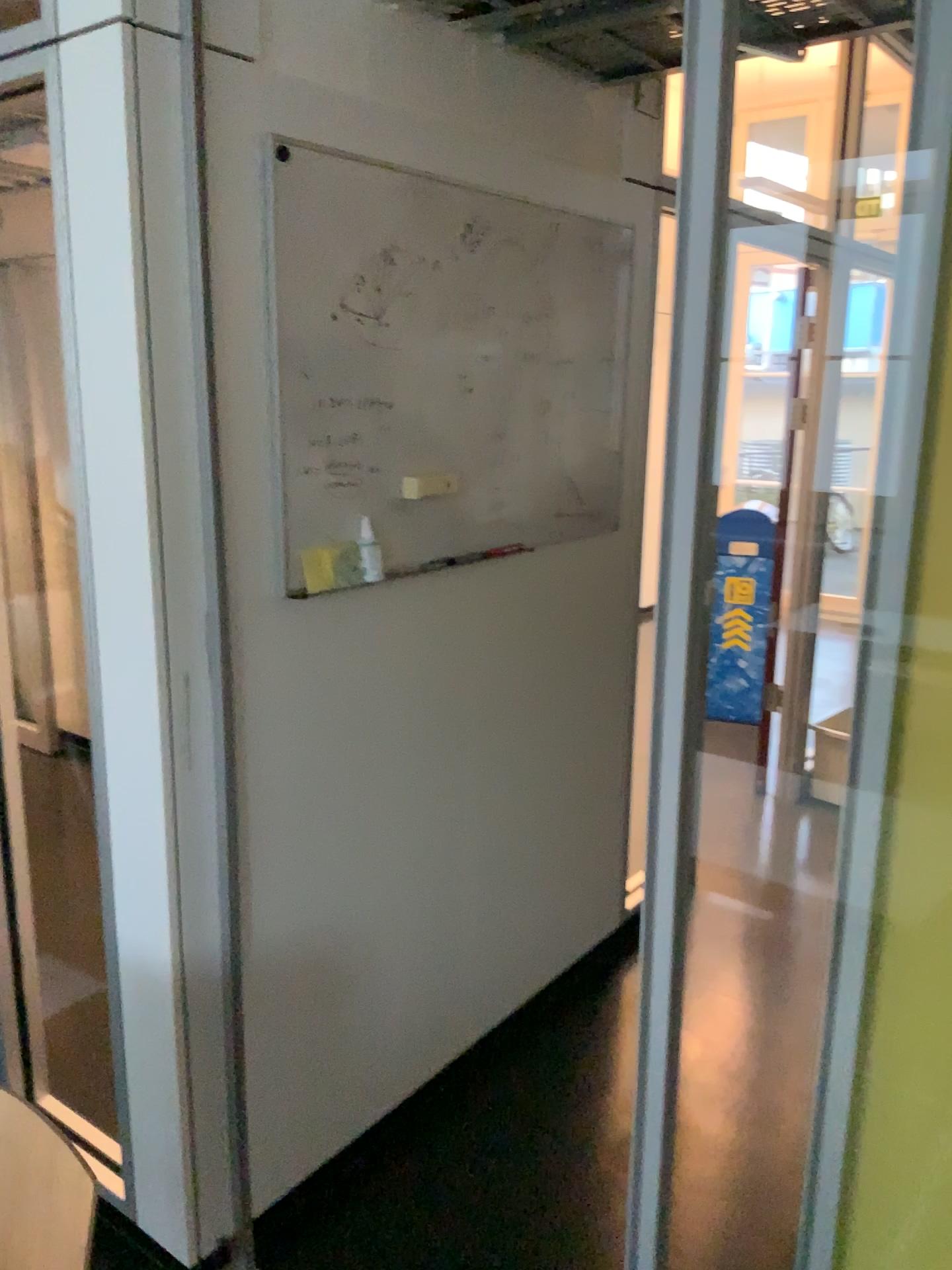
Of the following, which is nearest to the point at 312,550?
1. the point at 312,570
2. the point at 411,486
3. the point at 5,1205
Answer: the point at 312,570

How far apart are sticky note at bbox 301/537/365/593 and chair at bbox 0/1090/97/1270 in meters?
1.0 m

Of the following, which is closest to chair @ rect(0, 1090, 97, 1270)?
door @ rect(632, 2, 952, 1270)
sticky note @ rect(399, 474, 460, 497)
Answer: door @ rect(632, 2, 952, 1270)

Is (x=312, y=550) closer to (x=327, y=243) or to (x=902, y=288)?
(x=327, y=243)

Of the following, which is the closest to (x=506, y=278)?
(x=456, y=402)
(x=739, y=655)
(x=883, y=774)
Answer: (x=456, y=402)

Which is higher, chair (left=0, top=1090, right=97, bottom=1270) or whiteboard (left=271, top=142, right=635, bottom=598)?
whiteboard (left=271, top=142, right=635, bottom=598)

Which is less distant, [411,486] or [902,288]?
[902,288]

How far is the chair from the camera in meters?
1.2 m

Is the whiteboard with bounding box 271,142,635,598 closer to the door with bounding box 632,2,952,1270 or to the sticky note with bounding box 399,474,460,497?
the sticky note with bounding box 399,474,460,497

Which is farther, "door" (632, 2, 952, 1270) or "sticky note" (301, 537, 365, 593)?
"sticky note" (301, 537, 365, 593)
